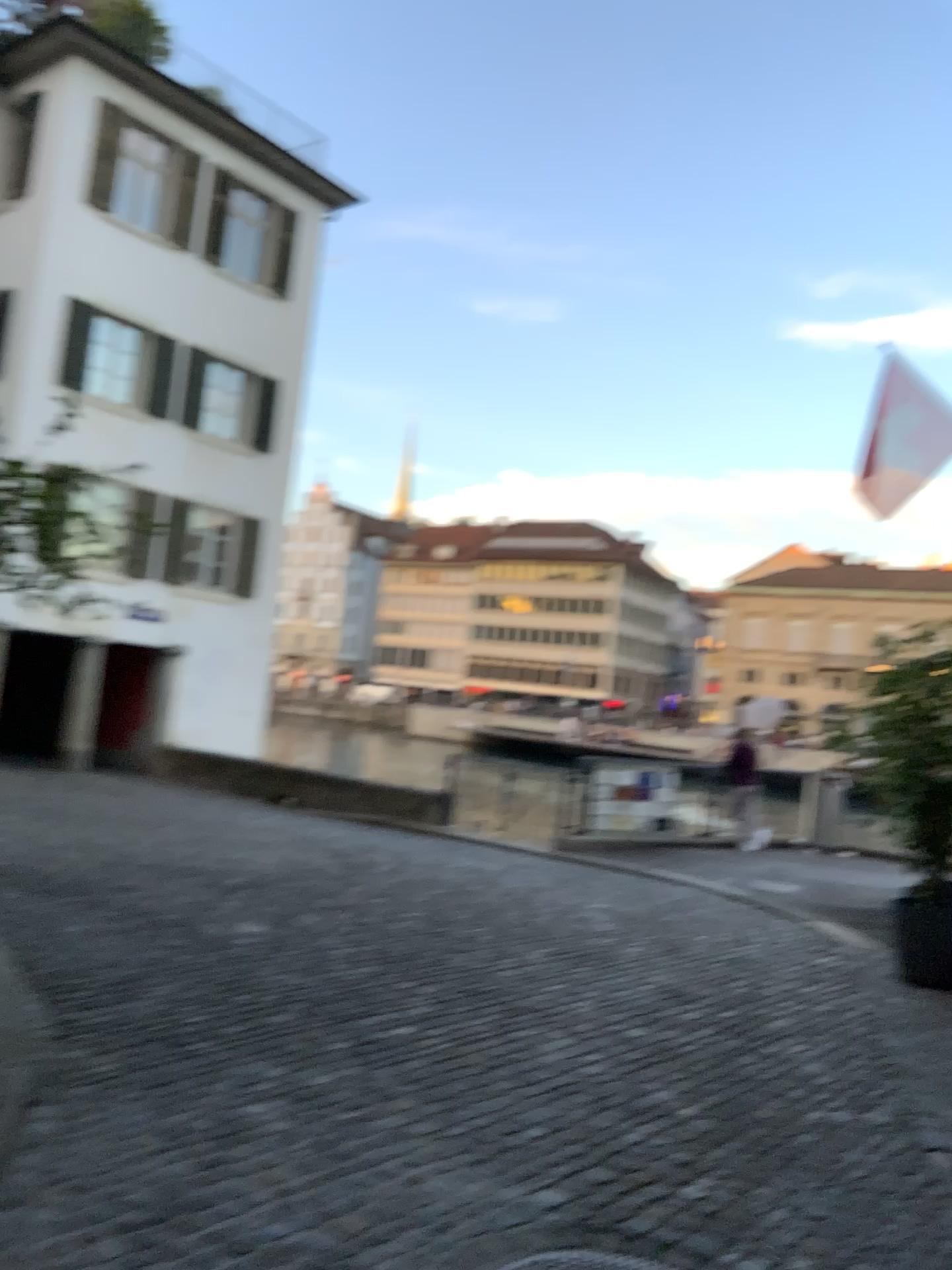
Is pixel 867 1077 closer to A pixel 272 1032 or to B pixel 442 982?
B pixel 442 982
